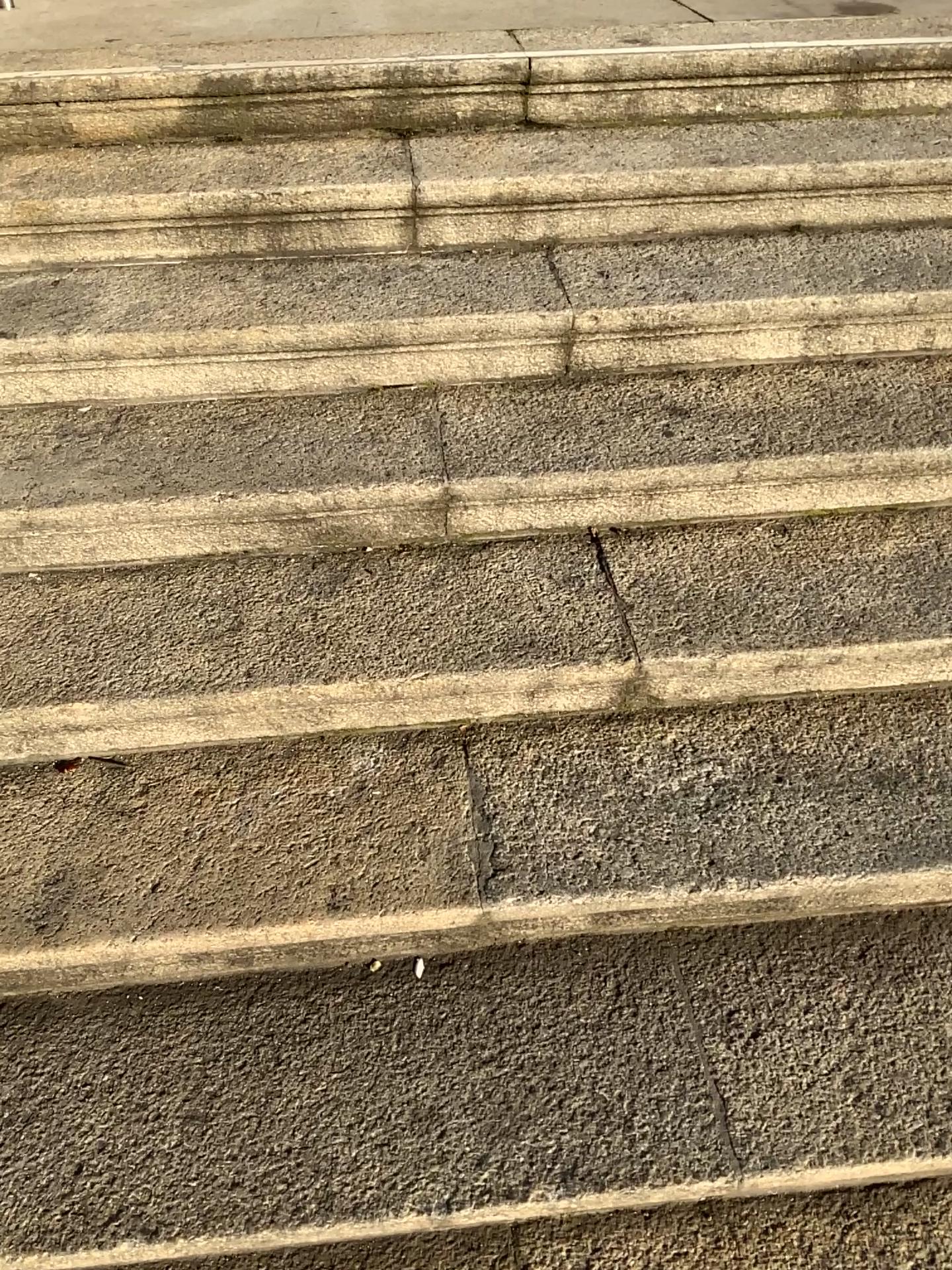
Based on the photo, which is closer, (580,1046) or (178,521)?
(580,1046)
